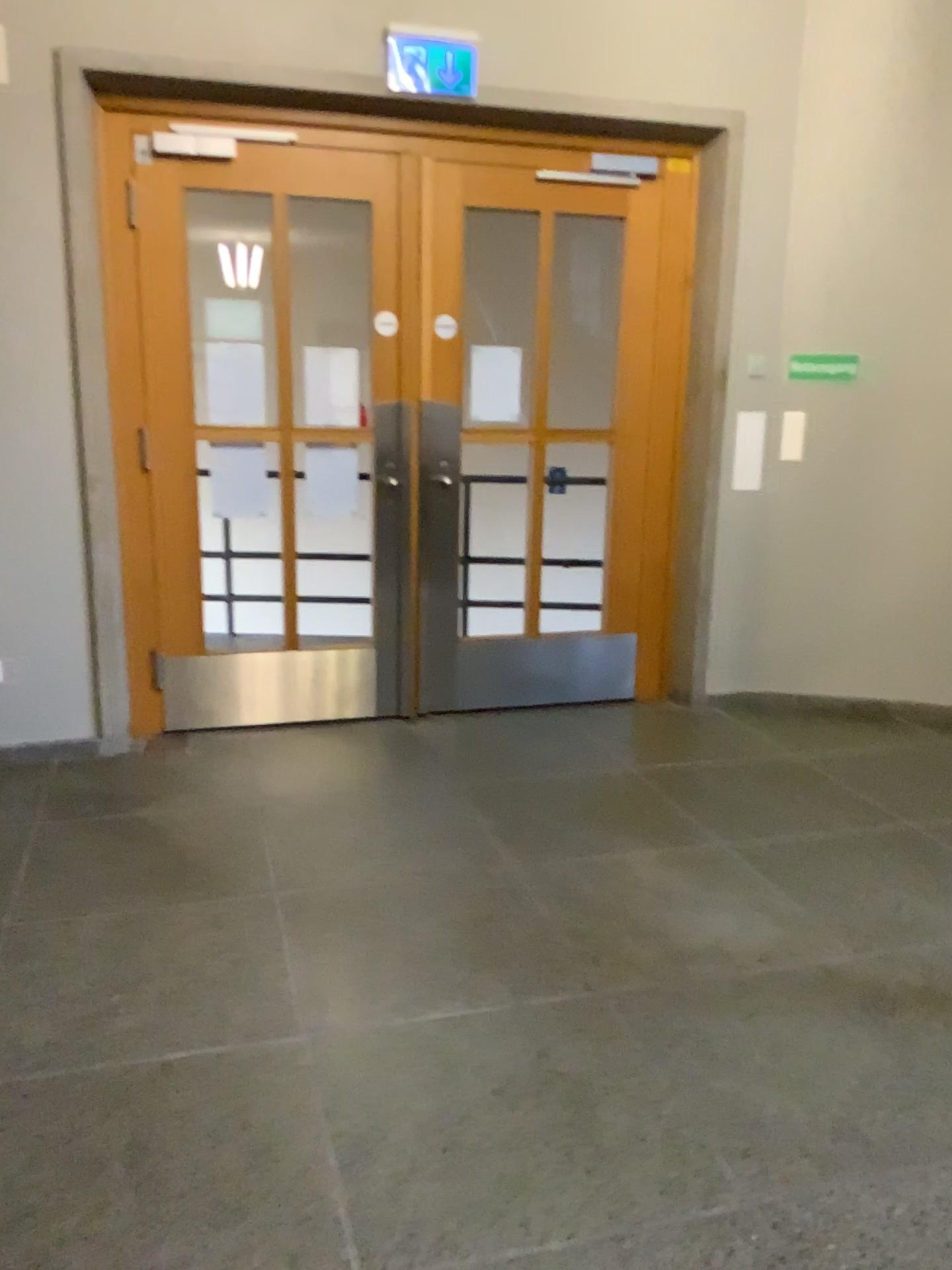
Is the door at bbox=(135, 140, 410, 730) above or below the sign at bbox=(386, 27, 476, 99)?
below

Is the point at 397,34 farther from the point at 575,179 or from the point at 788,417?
the point at 788,417

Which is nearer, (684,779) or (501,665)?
(684,779)

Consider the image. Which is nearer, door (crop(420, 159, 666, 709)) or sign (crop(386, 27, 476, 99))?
sign (crop(386, 27, 476, 99))

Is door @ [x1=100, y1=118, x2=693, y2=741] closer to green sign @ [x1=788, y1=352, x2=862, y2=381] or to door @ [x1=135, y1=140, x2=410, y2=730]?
door @ [x1=135, y1=140, x2=410, y2=730]

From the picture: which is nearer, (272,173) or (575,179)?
(272,173)

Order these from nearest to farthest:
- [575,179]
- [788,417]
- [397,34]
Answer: [397,34] → [575,179] → [788,417]

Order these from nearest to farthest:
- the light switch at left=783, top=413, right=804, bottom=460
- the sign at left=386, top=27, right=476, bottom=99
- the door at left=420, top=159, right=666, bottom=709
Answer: the sign at left=386, top=27, right=476, bottom=99
the door at left=420, top=159, right=666, bottom=709
the light switch at left=783, top=413, right=804, bottom=460

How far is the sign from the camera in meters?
3.8

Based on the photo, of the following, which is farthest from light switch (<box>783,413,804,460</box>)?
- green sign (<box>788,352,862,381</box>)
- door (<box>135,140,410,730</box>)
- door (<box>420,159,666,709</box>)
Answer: door (<box>135,140,410,730</box>)
